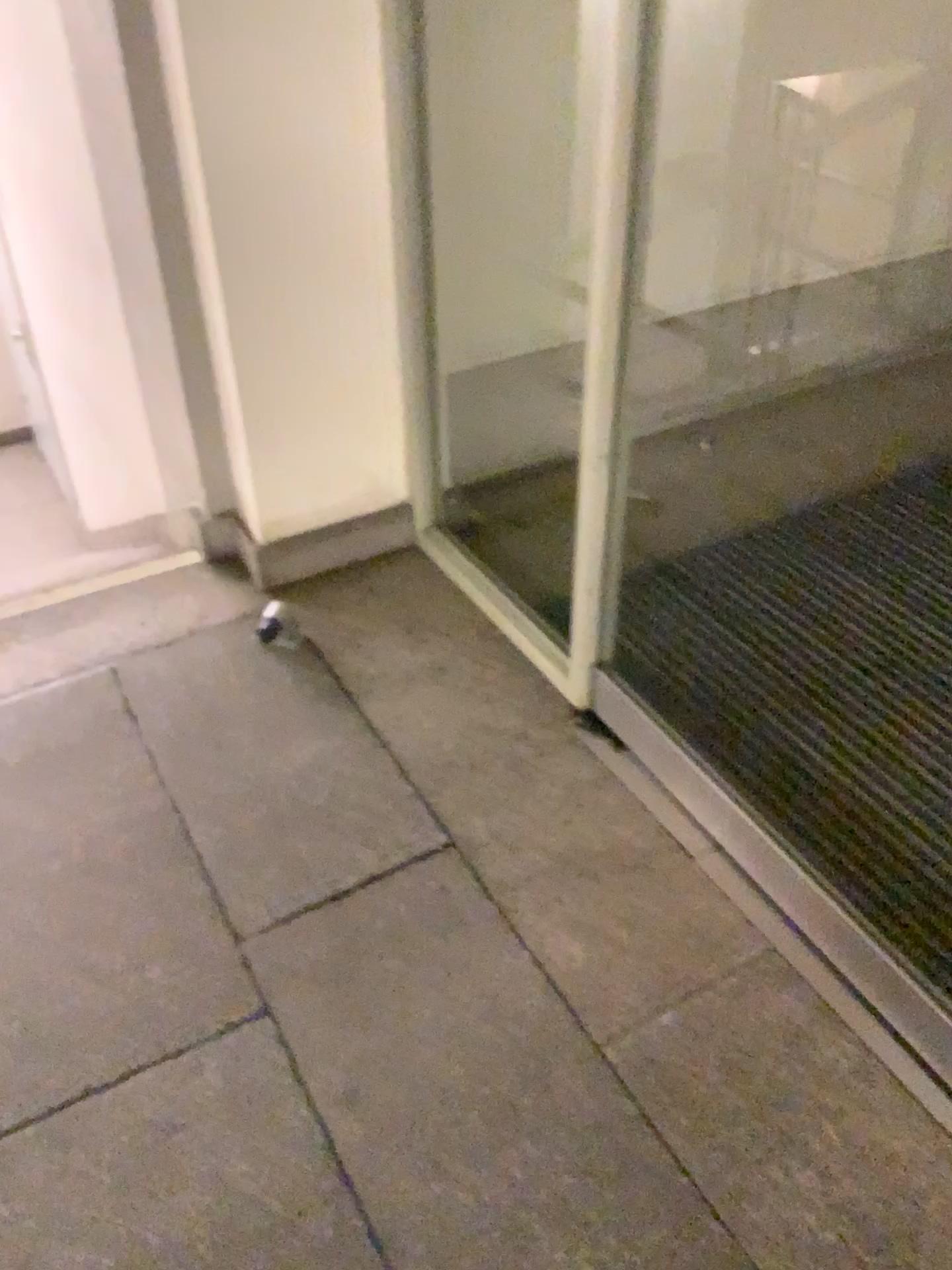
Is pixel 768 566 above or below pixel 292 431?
below
